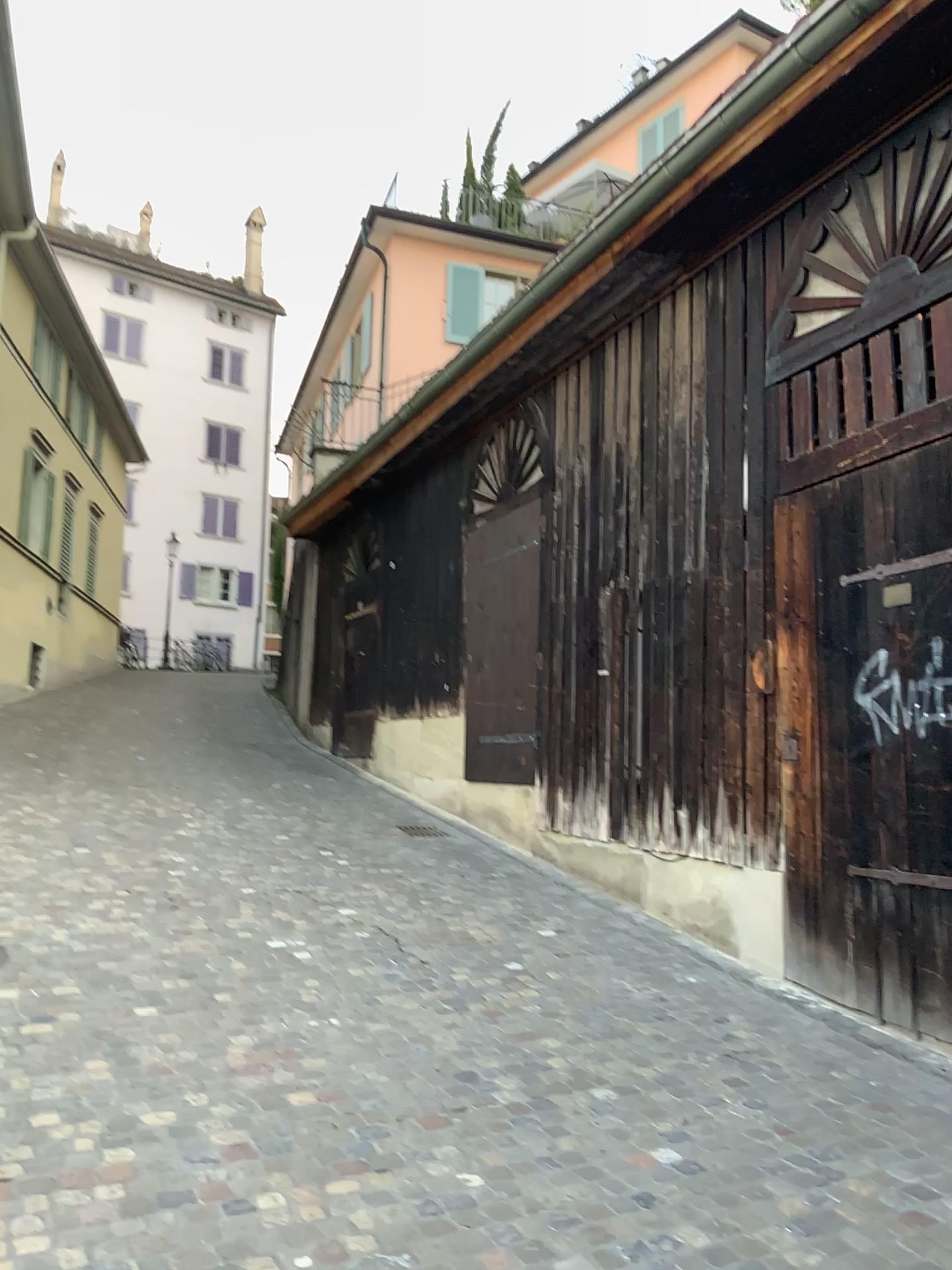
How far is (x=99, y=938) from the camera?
5.20m
